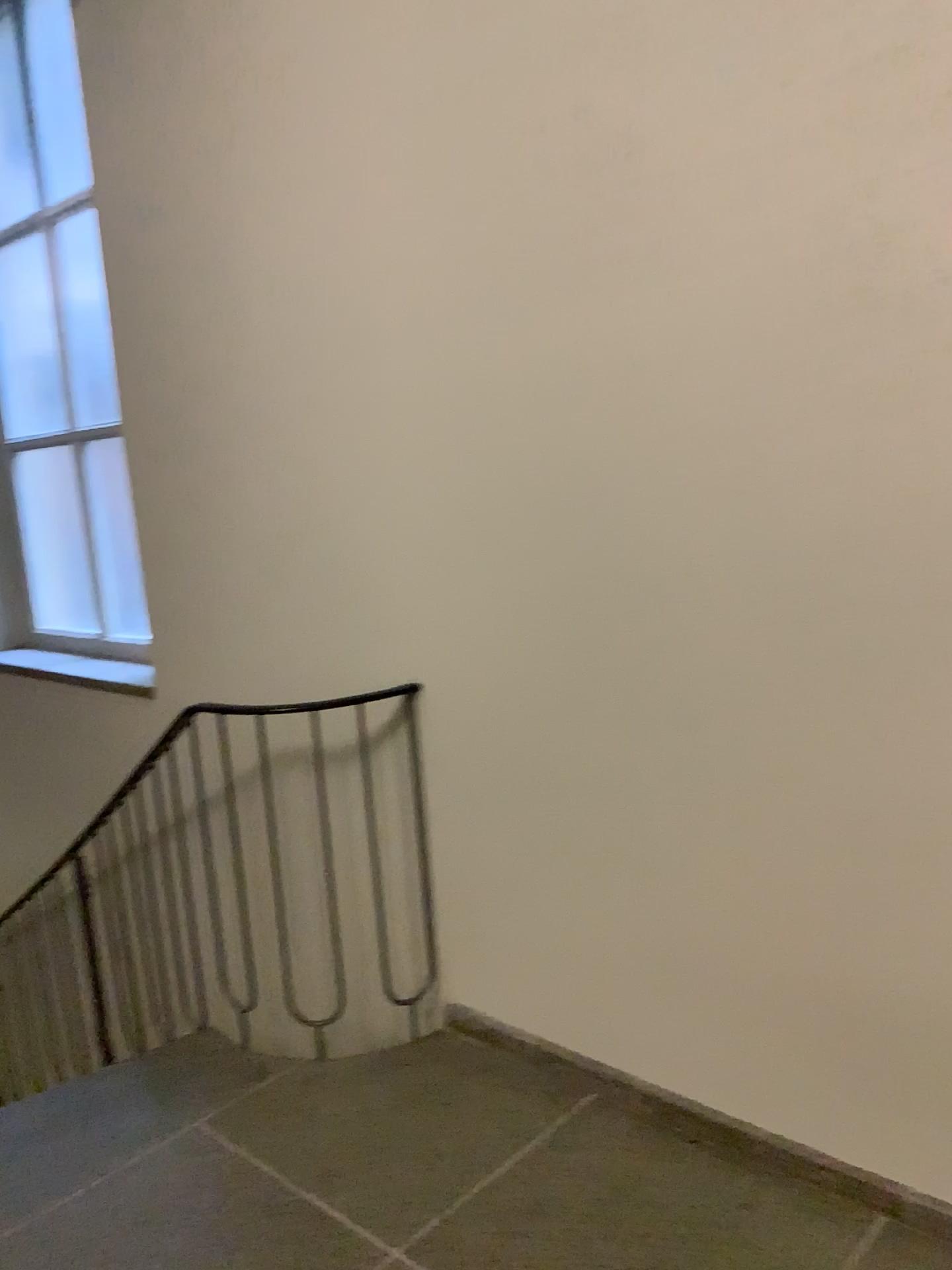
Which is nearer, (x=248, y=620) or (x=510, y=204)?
(x=510, y=204)
